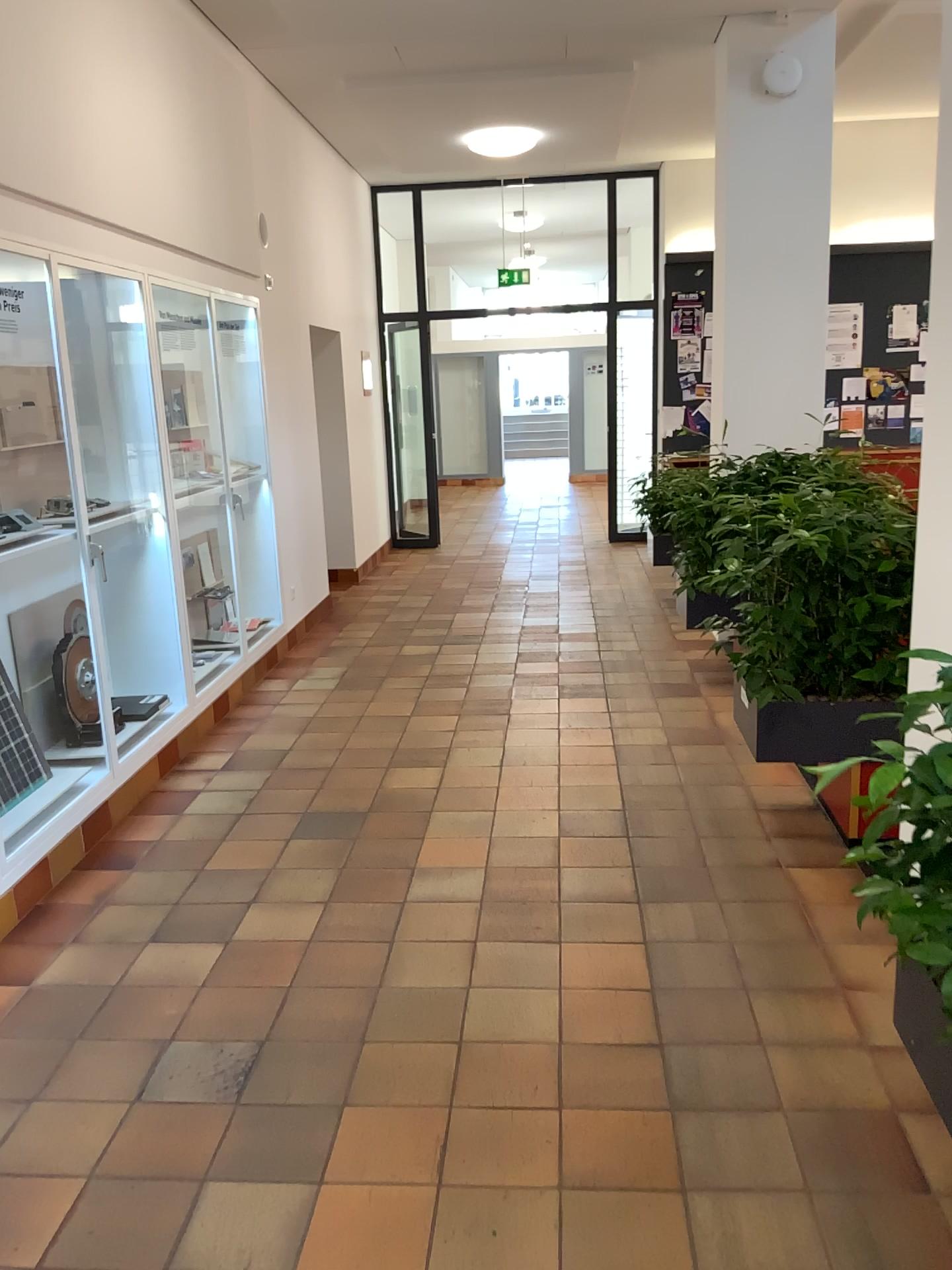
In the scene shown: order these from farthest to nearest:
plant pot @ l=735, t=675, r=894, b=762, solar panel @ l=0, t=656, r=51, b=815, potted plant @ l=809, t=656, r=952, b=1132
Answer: solar panel @ l=0, t=656, r=51, b=815 → plant pot @ l=735, t=675, r=894, b=762 → potted plant @ l=809, t=656, r=952, b=1132

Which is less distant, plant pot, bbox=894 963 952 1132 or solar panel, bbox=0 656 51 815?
plant pot, bbox=894 963 952 1132

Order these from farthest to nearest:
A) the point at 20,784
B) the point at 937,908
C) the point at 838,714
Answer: the point at 20,784
the point at 838,714
the point at 937,908

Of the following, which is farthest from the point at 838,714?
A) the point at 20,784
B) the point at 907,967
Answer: the point at 20,784

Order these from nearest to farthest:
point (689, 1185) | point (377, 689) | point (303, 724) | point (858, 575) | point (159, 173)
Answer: point (689, 1185), point (858, 575), point (159, 173), point (303, 724), point (377, 689)

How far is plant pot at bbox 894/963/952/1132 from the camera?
2.0m

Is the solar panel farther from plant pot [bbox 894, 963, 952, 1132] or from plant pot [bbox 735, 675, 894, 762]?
plant pot [bbox 894, 963, 952, 1132]

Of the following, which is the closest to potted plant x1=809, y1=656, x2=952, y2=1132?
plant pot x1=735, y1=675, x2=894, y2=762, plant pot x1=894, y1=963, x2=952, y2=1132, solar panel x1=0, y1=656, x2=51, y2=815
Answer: plant pot x1=894, y1=963, x2=952, y2=1132

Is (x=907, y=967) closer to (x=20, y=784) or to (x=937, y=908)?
(x=937, y=908)

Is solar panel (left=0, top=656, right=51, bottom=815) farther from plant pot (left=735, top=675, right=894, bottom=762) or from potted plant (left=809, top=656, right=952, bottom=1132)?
potted plant (left=809, top=656, right=952, bottom=1132)
